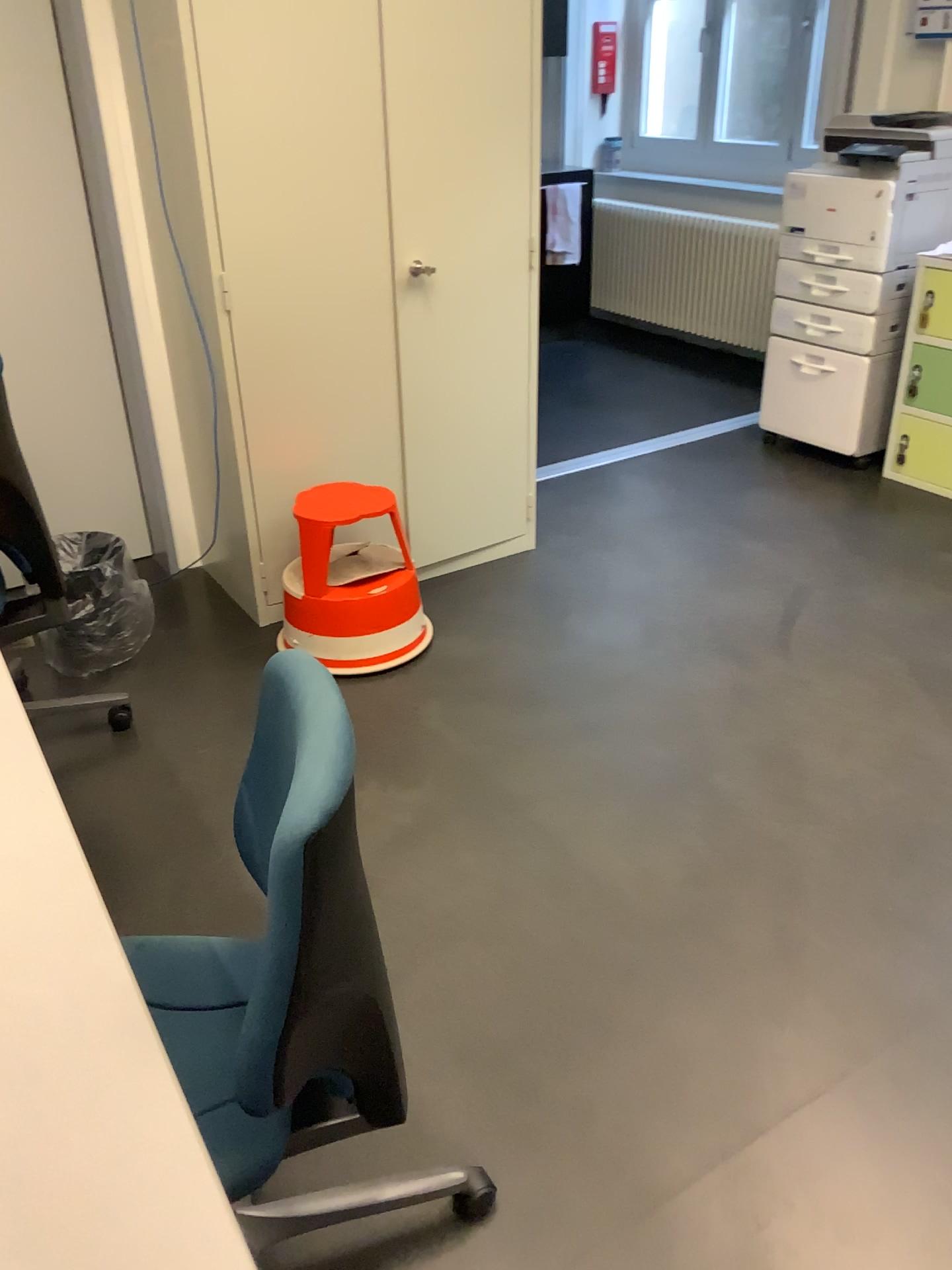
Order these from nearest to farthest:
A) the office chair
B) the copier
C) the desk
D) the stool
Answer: the desk
the office chair
the stool
the copier

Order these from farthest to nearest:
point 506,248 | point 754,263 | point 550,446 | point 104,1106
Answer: point 754,263, point 550,446, point 506,248, point 104,1106

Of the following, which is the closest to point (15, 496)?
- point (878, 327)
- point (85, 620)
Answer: point (85, 620)

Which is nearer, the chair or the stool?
the chair

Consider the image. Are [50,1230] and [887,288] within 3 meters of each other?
no

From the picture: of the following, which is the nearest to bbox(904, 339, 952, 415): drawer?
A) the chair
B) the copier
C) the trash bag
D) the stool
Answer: the copier

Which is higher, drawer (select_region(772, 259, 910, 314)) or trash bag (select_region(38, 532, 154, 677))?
drawer (select_region(772, 259, 910, 314))

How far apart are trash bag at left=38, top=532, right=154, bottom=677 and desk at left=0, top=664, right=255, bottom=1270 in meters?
1.6 m

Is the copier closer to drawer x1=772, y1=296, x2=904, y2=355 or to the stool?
drawer x1=772, y1=296, x2=904, y2=355

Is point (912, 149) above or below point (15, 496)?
above
